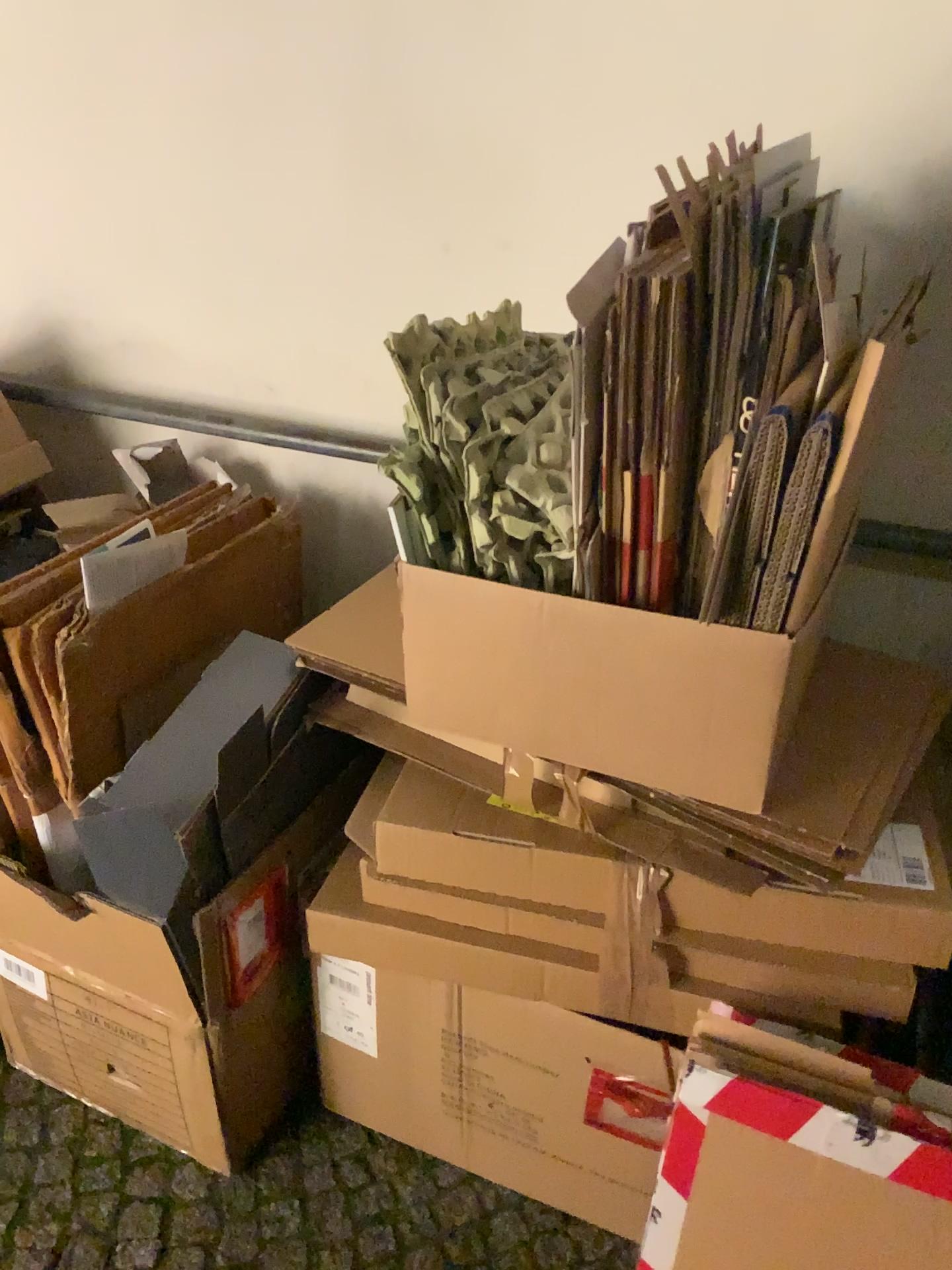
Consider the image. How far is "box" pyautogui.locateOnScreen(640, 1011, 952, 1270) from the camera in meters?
0.9 m

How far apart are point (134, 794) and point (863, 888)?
0.8 meters

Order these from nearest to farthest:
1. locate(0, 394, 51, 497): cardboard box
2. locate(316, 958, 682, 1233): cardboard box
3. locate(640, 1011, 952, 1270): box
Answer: locate(640, 1011, 952, 1270): box < locate(316, 958, 682, 1233): cardboard box < locate(0, 394, 51, 497): cardboard box

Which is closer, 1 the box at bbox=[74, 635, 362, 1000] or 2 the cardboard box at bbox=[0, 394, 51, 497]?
1 the box at bbox=[74, 635, 362, 1000]

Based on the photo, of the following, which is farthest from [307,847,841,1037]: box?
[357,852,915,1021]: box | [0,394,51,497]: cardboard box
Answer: [0,394,51,497]: cardboard box

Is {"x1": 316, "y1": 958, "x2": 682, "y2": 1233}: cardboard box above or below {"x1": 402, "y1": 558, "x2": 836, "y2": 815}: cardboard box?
below

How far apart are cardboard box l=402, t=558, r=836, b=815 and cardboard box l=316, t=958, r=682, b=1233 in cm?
32

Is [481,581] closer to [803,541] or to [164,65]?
[803,541]

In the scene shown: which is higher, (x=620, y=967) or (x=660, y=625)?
(x=660, y=625)

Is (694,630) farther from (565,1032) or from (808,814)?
(565,1032)
